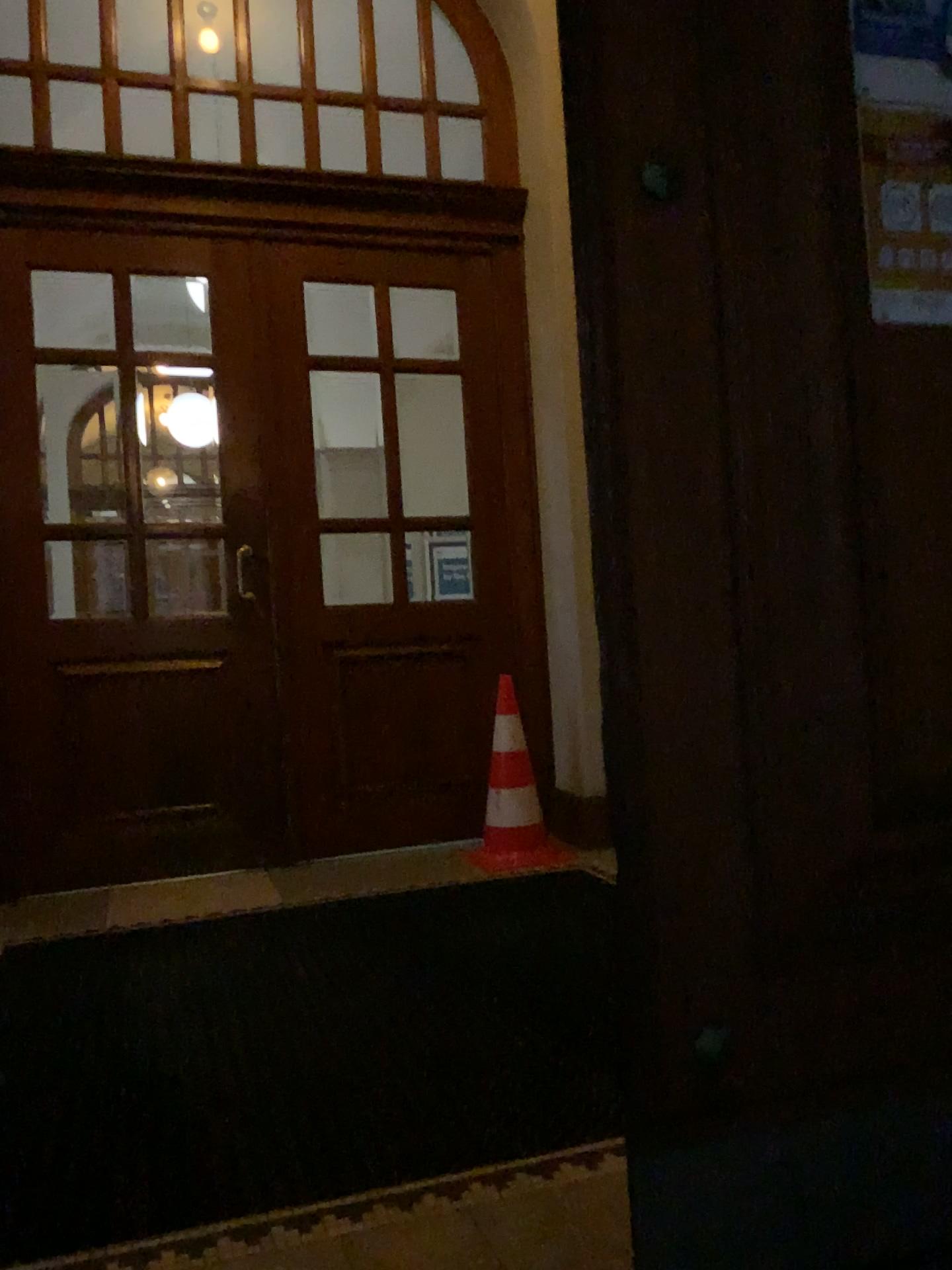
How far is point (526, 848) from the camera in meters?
4.4

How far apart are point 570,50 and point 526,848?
3.5 meters

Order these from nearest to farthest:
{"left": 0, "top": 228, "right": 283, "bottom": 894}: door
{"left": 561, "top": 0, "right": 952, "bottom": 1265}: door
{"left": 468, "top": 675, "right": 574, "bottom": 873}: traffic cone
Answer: {"left": 561, "top": 0, "right": 952, "bottom": 1265}: door < {"left": 0, "top": 228, "right": 283, "bottom": 894}: door < {"left": 468, "top": 675, "right": 574, "bottom": 873}: traffic cone

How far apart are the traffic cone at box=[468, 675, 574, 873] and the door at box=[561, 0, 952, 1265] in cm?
295

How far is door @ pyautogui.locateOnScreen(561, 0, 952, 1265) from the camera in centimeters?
129cm

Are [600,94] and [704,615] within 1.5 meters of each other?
yes

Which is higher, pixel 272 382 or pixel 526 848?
pixel 272 382

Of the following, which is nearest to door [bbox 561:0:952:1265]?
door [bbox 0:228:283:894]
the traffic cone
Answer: the traffic cone

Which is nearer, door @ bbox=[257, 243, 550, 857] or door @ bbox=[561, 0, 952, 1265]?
door @ bbox=[561, 0, 952, 1265]

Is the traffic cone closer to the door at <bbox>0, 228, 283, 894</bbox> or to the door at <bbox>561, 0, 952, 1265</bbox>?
the door at <bbox>0, 228, 283, 894</bbox>
